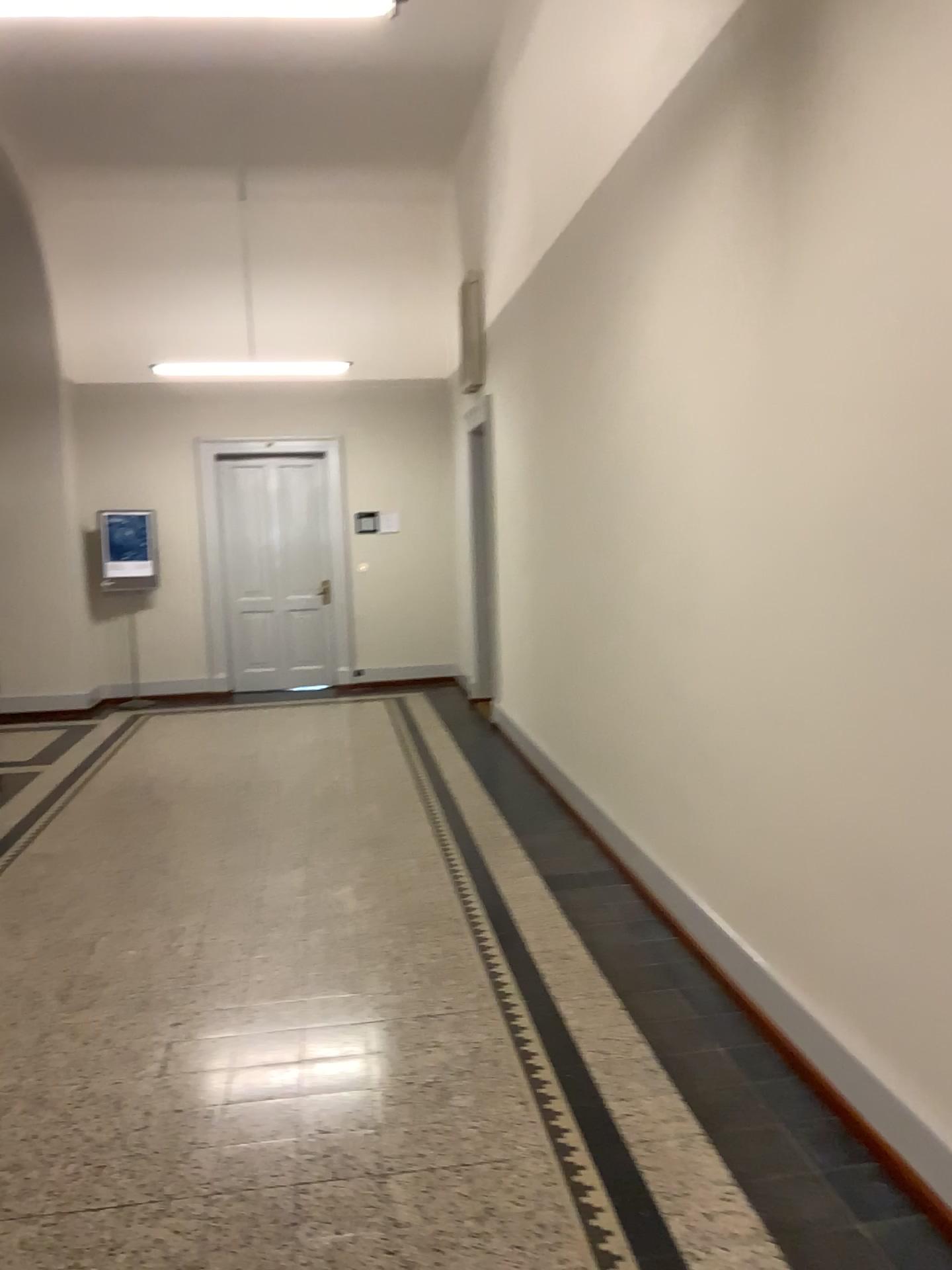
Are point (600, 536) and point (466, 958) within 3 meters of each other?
yes
